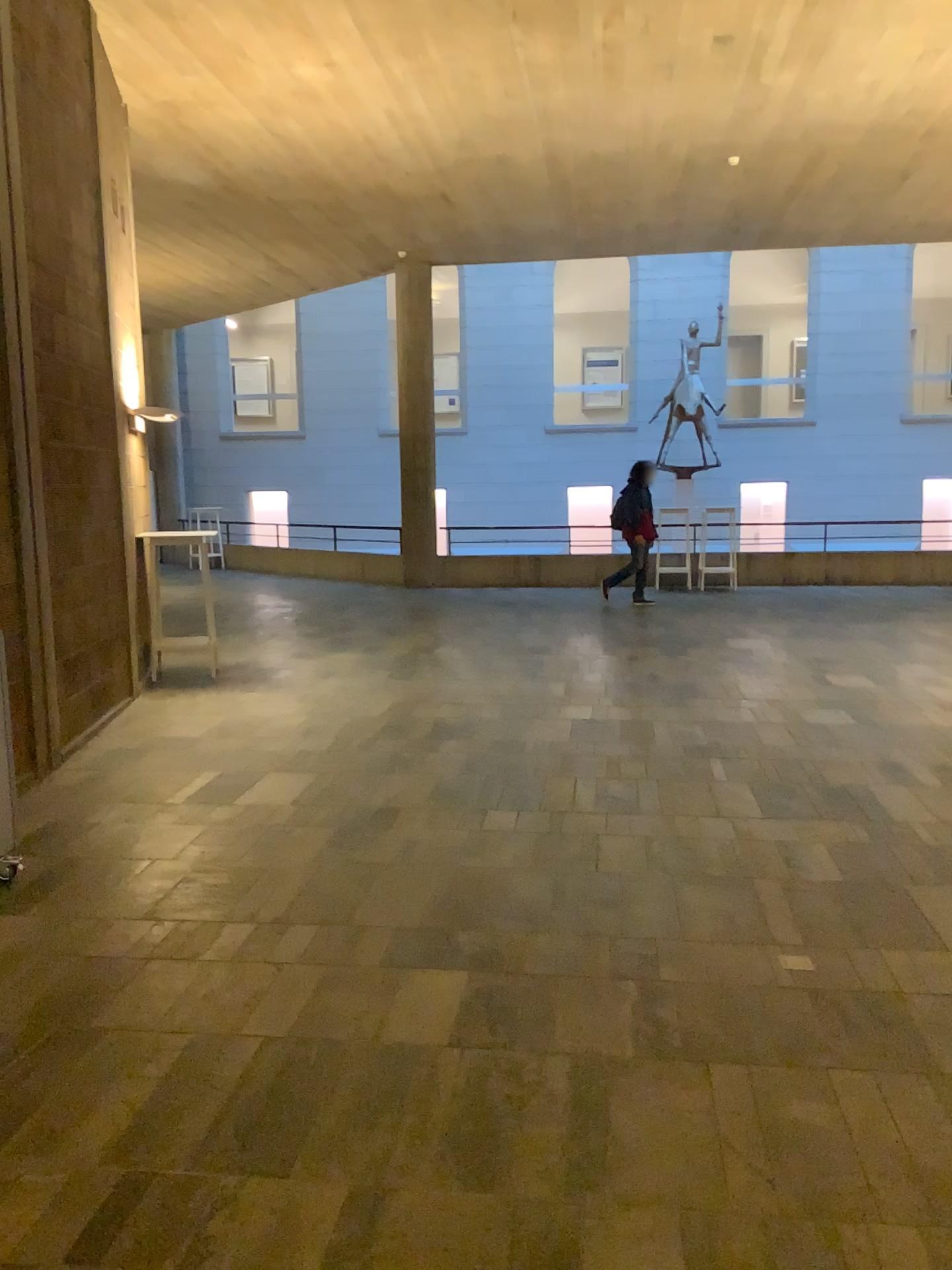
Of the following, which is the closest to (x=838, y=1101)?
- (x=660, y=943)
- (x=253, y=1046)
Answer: (x=660, y=943)
